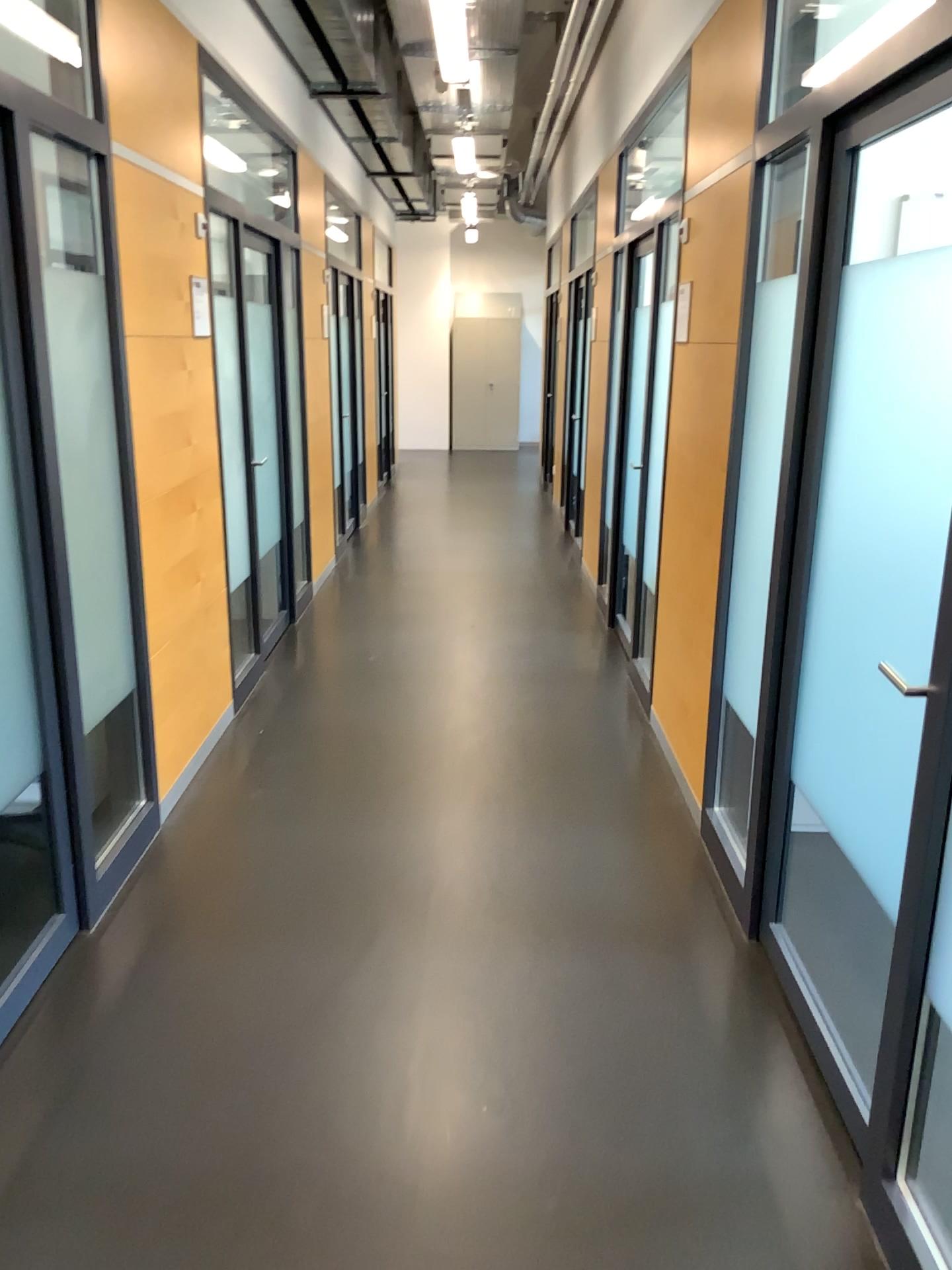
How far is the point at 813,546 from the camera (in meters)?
2.44
